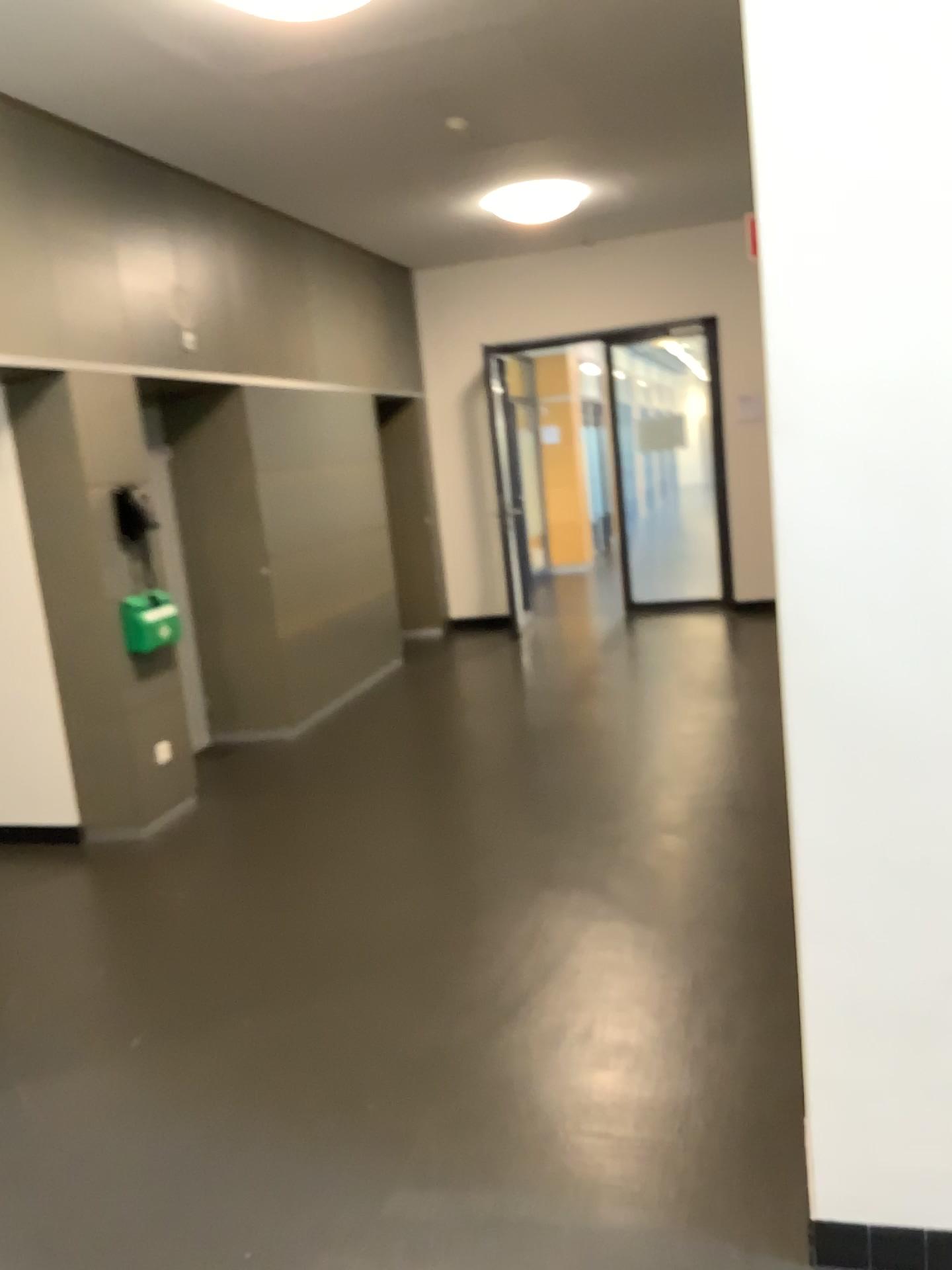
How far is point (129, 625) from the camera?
4.9m

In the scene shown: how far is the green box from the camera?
4.9m

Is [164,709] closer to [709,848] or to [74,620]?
[74,620]
